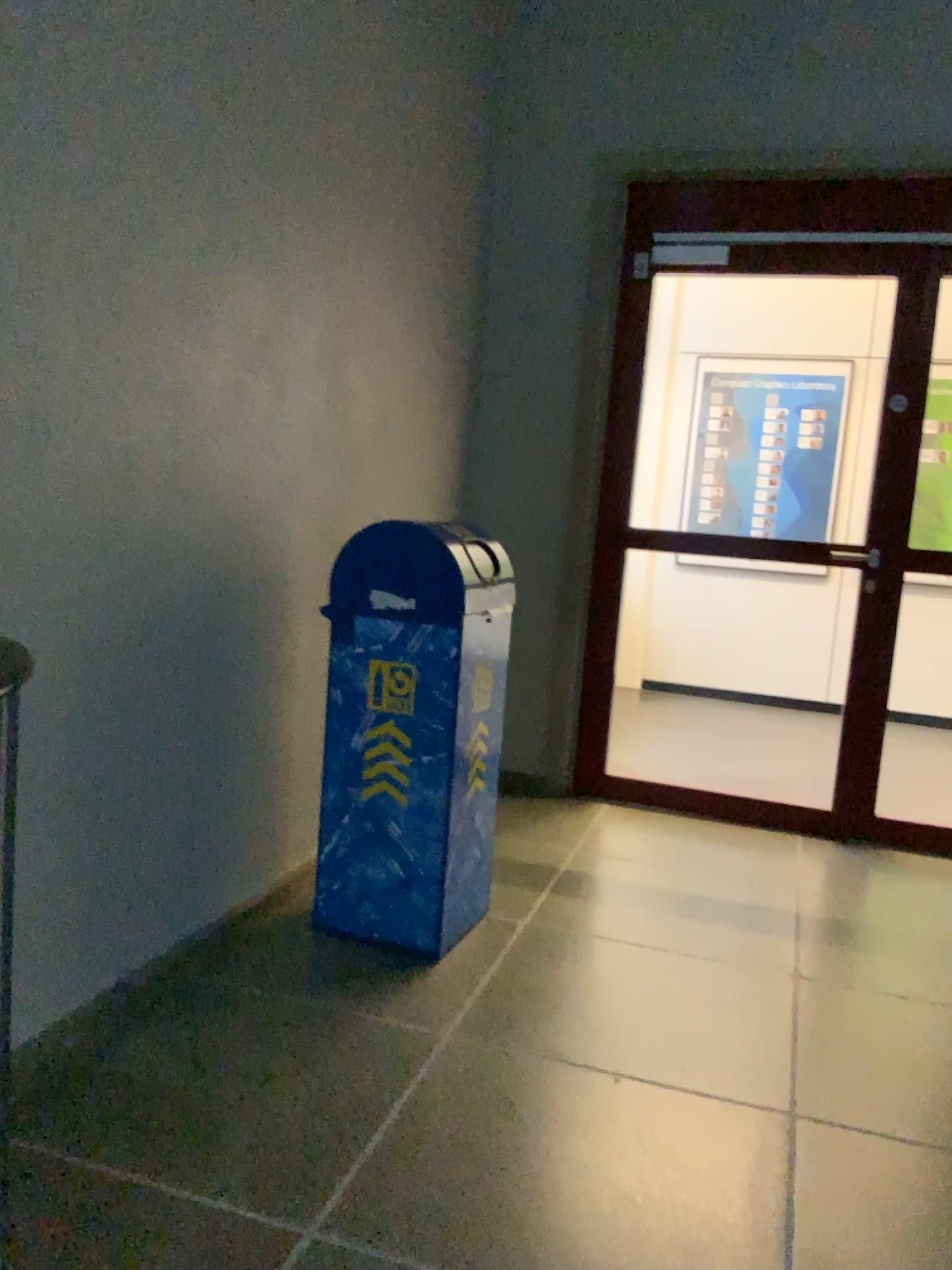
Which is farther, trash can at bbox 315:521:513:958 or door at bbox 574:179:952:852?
door at bbox 574:179:952:852

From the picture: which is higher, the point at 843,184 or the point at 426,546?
the point at 843,184

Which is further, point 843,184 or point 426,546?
point 843,184

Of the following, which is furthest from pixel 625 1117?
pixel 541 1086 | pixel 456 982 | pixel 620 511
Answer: pixel 620 511

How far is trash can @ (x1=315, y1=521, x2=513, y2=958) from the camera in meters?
2.6 m

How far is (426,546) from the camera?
2.62m
